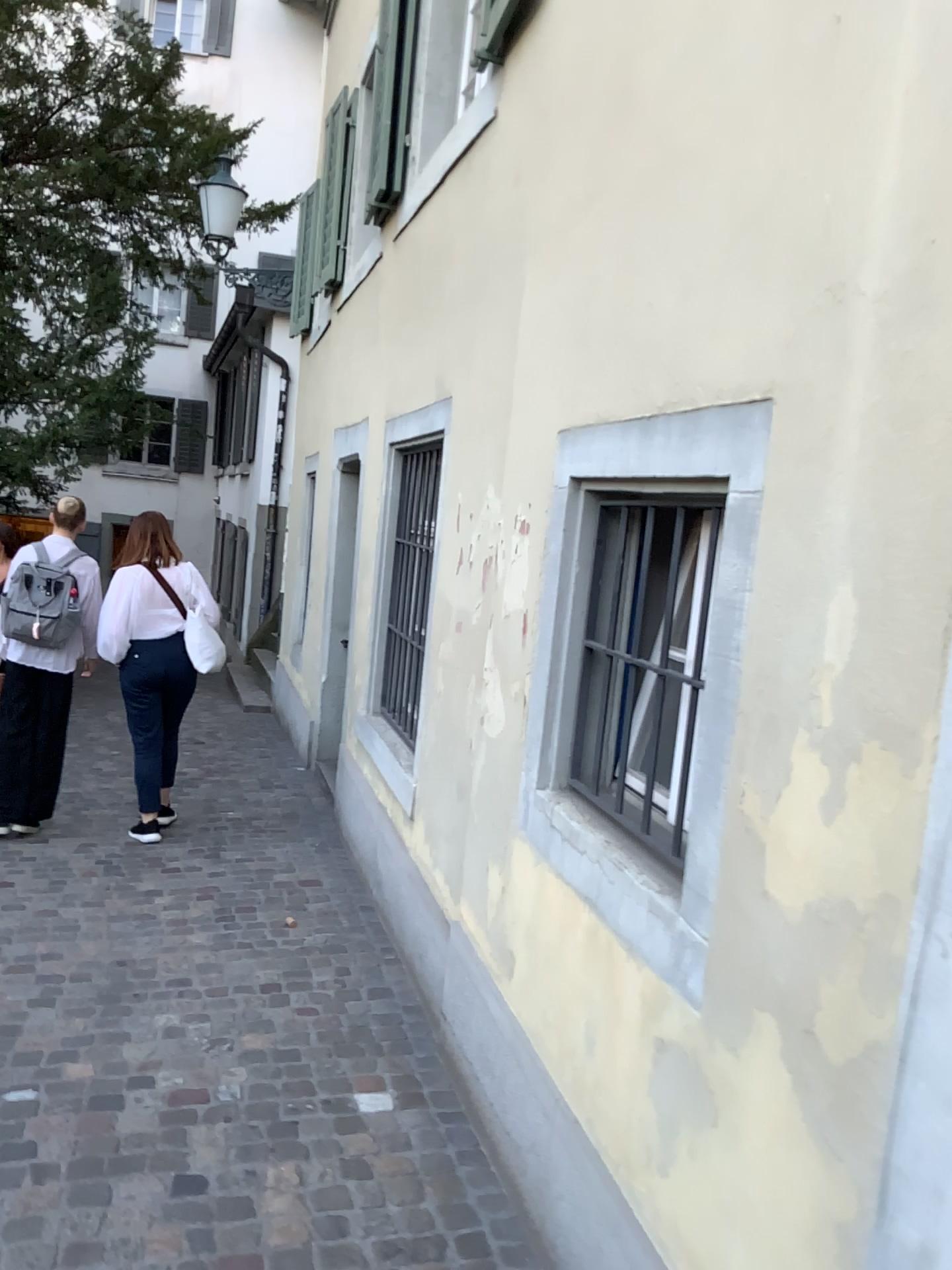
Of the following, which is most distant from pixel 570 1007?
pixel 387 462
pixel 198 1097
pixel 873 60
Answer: pixel 387 462
